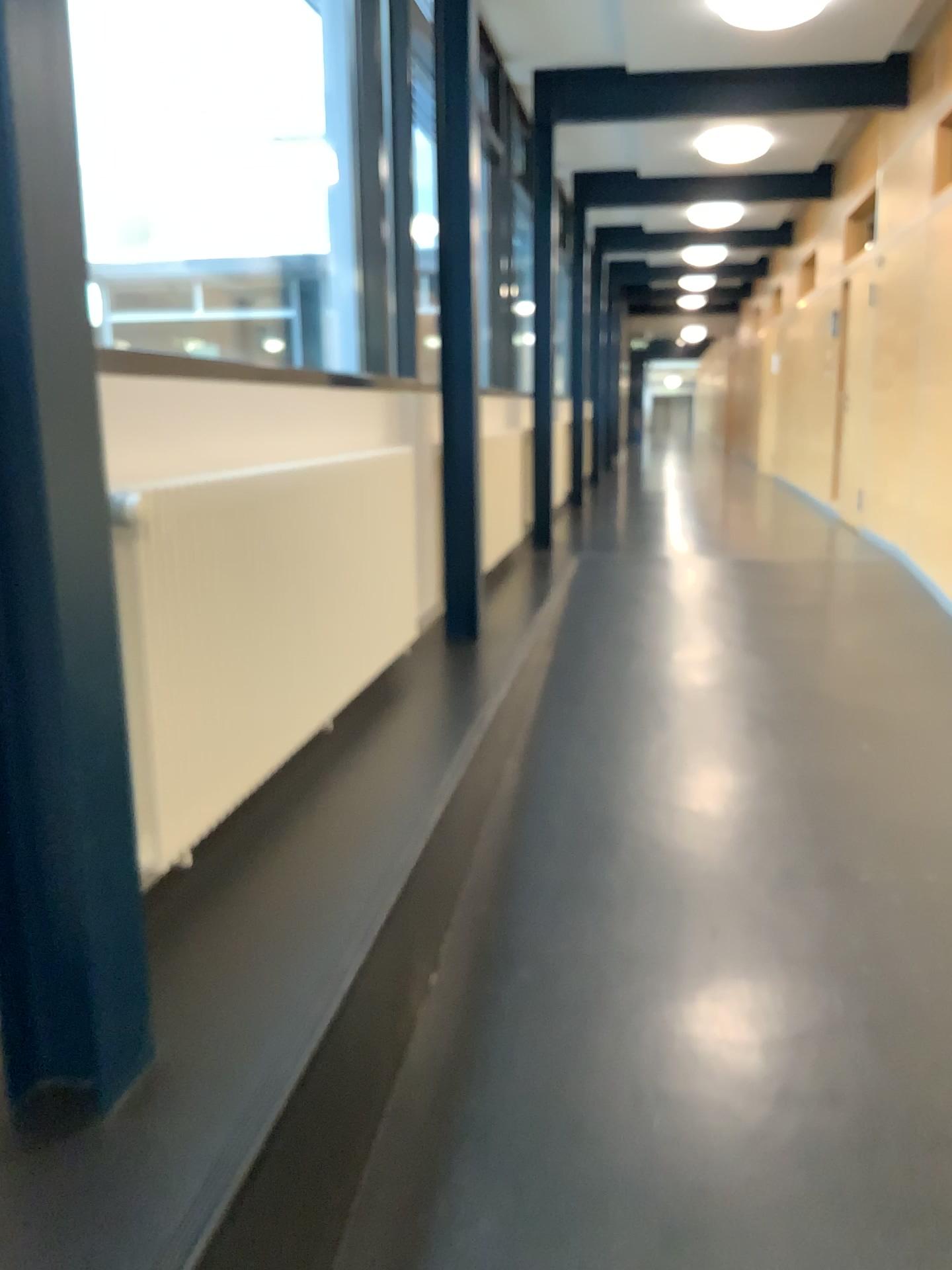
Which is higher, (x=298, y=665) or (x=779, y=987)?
(x=298, y=665)
